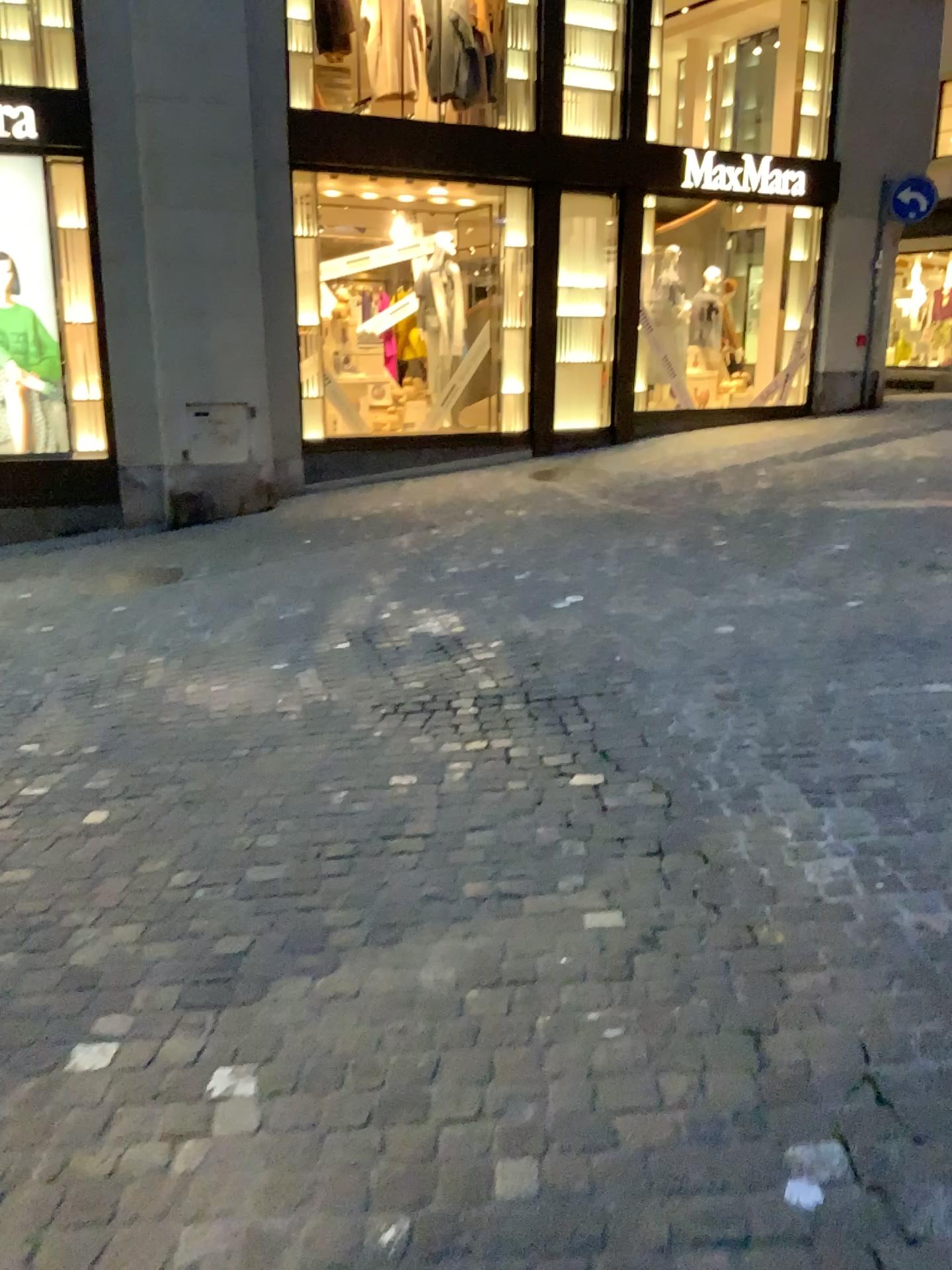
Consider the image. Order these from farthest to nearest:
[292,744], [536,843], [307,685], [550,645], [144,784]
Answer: [550,645], [307,685], [292,744], [144,784], [536,843]
